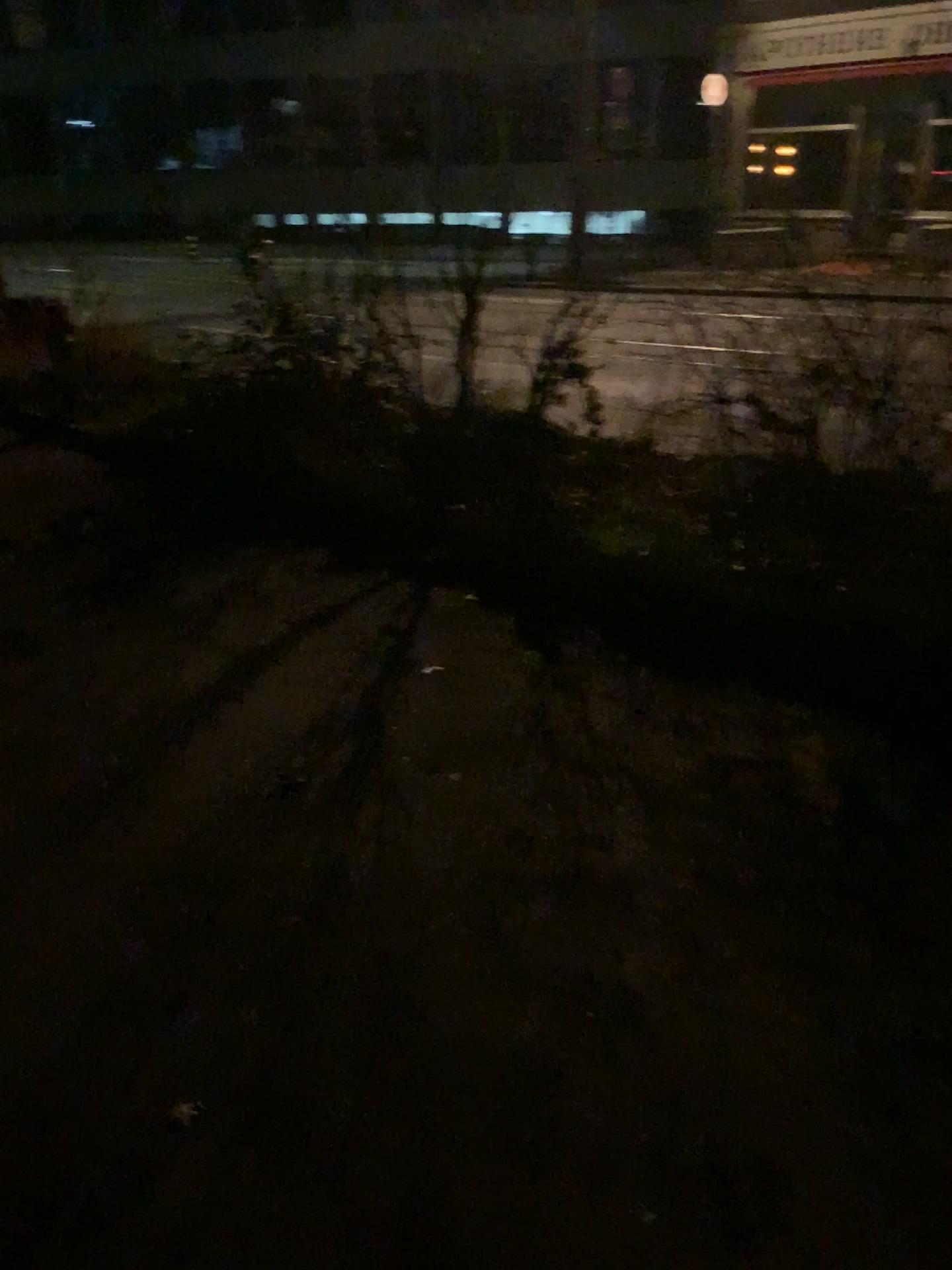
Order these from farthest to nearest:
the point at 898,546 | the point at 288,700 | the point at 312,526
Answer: the point at 312,526
the point at 898,546
the point at 288,700
